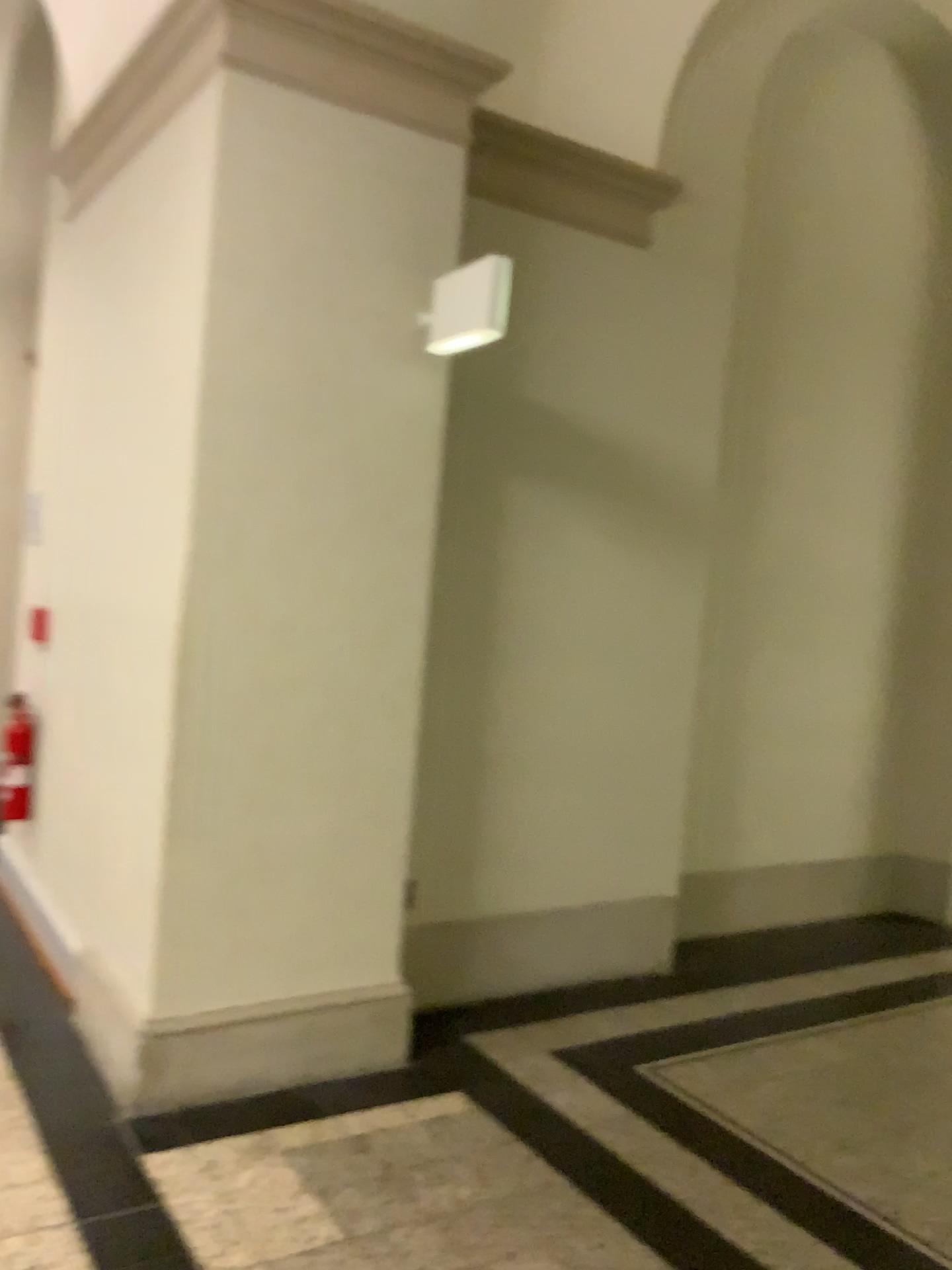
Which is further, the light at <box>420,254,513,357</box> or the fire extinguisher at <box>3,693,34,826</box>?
the fire extinguisher at <box>3,693,34,826</box>

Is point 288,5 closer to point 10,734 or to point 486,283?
point 486,283

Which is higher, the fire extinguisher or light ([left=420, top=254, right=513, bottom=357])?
light ([left=420, top=254, right=513, bottom=357])

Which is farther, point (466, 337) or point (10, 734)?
point (10, 734)

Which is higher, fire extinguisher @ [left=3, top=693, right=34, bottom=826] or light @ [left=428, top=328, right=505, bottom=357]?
light @ [left=428, top=328, right=505, bottom=357]

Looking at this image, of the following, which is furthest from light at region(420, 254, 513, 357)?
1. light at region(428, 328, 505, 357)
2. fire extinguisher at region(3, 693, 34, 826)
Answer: fire extinguisher at region(3, 693, 34, 826)

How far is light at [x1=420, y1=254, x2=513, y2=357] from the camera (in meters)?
2.89

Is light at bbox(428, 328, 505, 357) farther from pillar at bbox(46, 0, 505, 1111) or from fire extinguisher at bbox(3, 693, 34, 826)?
fire extinguisher at bbox(3, 693, 34, 826)

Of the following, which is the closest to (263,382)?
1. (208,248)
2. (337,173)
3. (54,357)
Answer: (208,248)

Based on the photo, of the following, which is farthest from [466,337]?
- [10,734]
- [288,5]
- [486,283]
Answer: [10,734]
